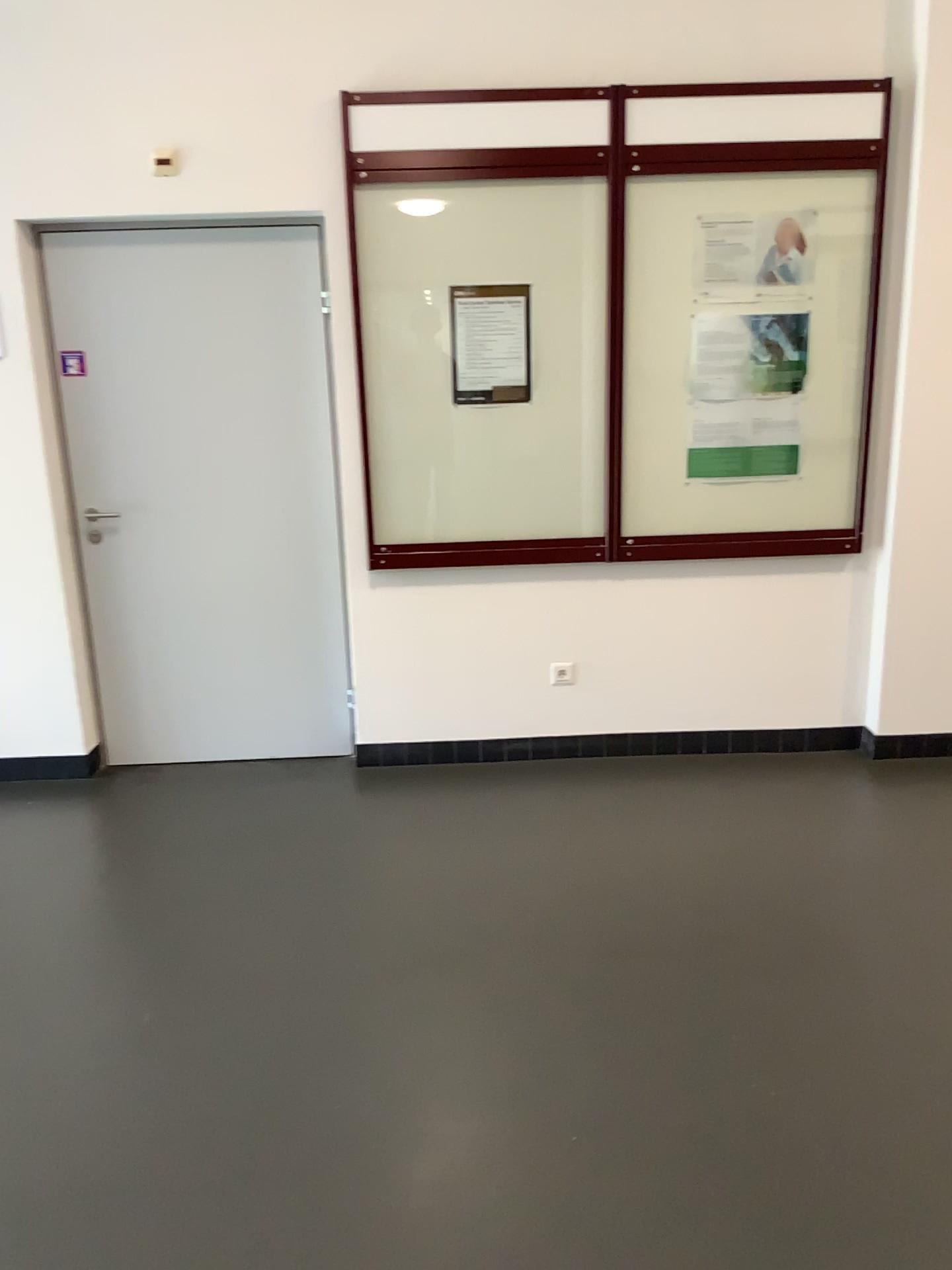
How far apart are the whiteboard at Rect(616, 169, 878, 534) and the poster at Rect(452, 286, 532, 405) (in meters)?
0.40

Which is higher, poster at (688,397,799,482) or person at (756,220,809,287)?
person at (756,220,809,287)

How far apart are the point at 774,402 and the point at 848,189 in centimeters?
75cm

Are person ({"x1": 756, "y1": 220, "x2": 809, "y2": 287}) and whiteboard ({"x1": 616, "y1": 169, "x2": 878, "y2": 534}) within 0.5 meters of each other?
yes

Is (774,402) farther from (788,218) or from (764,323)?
(788,218)

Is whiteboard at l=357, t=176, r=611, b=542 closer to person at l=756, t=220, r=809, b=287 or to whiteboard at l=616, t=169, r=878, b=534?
whiteboard at l=616, t=169, r=878, b=534

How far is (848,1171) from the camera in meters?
2.0

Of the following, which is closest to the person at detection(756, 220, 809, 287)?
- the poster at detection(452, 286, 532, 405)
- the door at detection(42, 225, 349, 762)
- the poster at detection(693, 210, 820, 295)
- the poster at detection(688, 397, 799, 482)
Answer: the poster at detection(693, 210, 820, 295)

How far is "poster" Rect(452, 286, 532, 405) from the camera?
3.68m

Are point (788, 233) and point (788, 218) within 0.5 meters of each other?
yes
